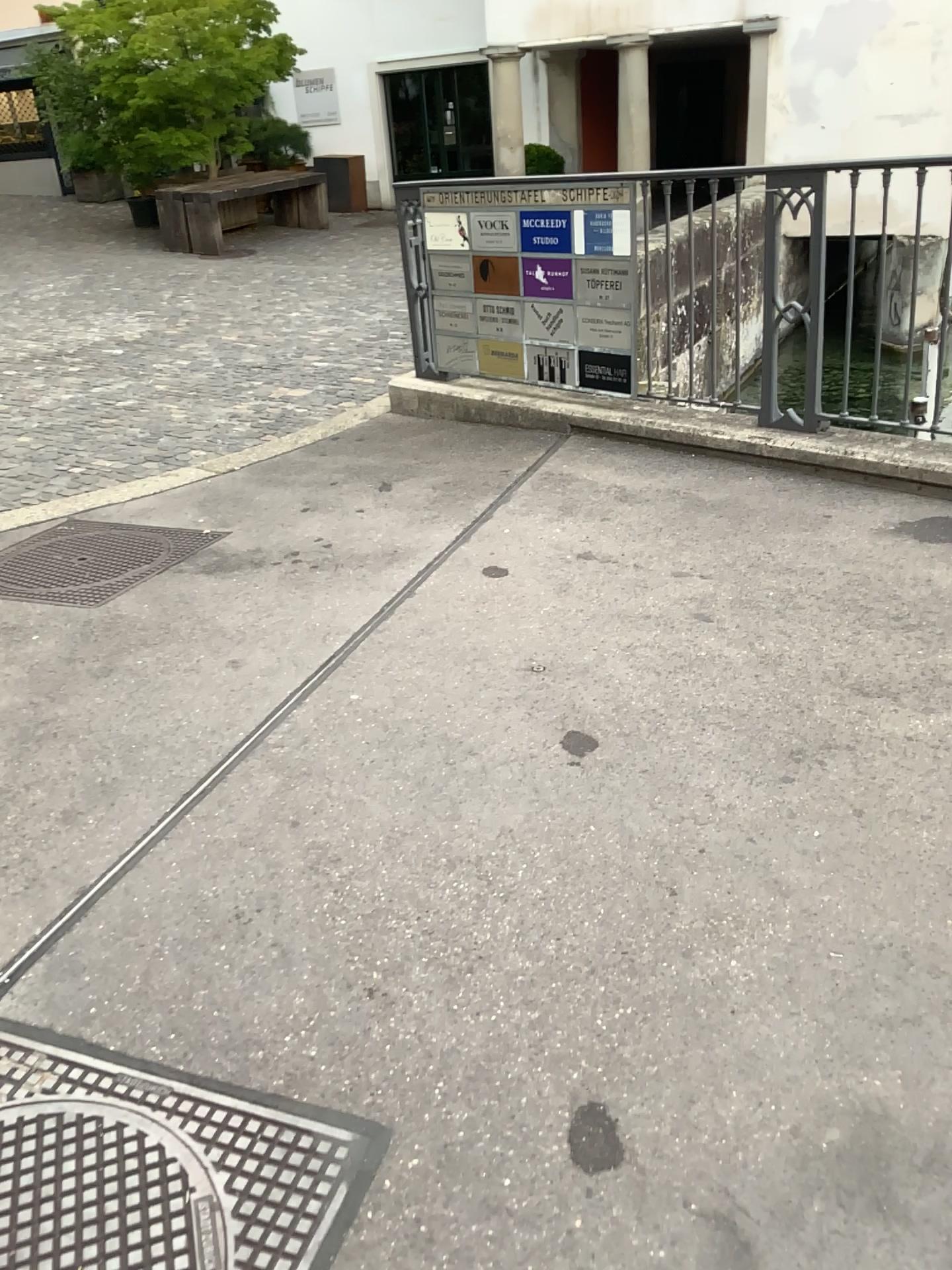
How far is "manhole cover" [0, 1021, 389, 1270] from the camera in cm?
148

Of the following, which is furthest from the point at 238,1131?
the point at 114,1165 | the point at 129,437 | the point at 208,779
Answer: the point at 129,437

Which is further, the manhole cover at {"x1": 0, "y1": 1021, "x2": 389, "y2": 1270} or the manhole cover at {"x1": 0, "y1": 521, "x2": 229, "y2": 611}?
the manhole cover at {"x1": 0, "y1": 521, "x2": 229, "y2": 611}

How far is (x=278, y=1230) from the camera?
1.5 meters

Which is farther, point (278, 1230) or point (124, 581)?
point (124, 581)
